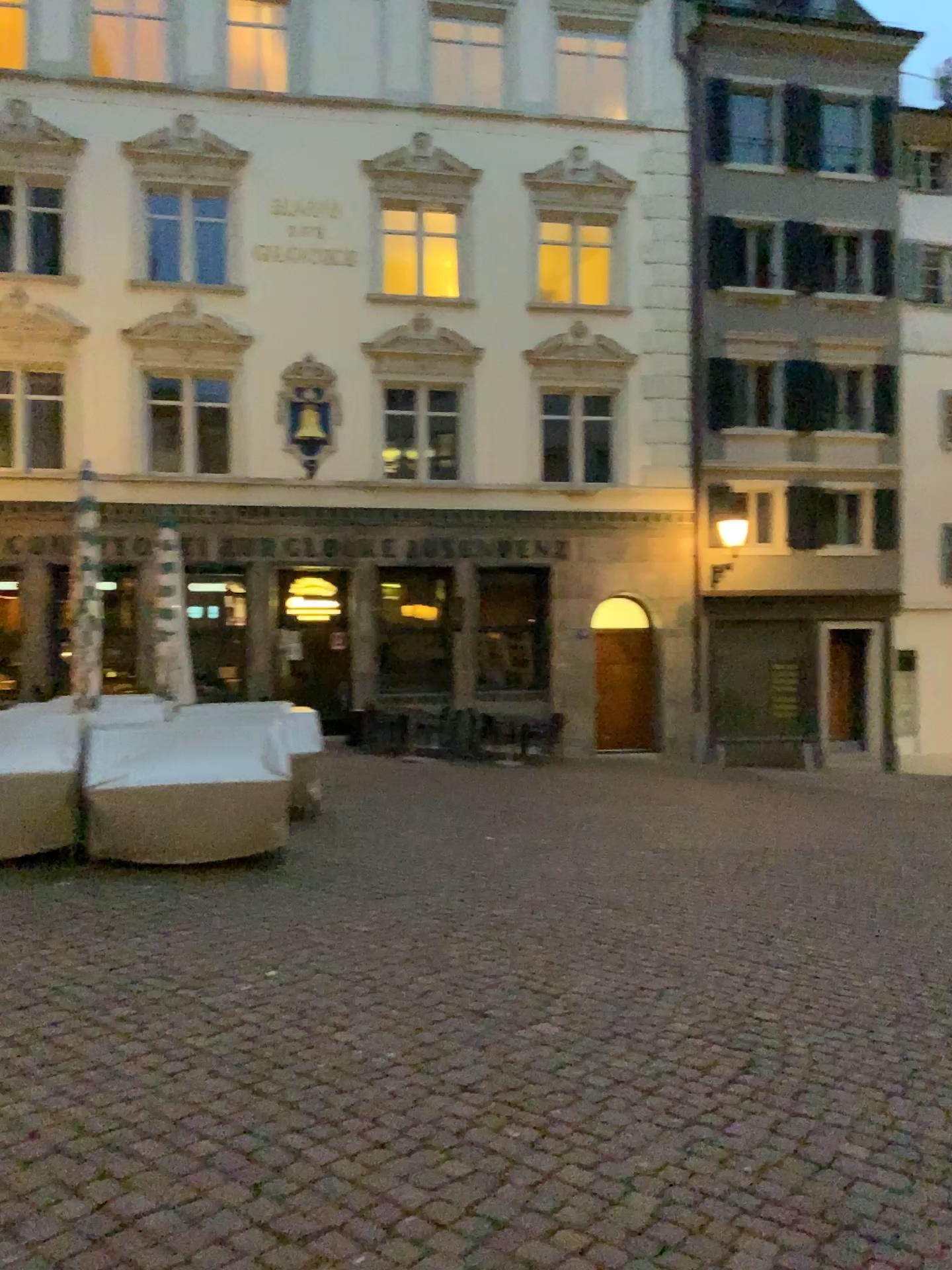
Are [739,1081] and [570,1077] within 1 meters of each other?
yes
